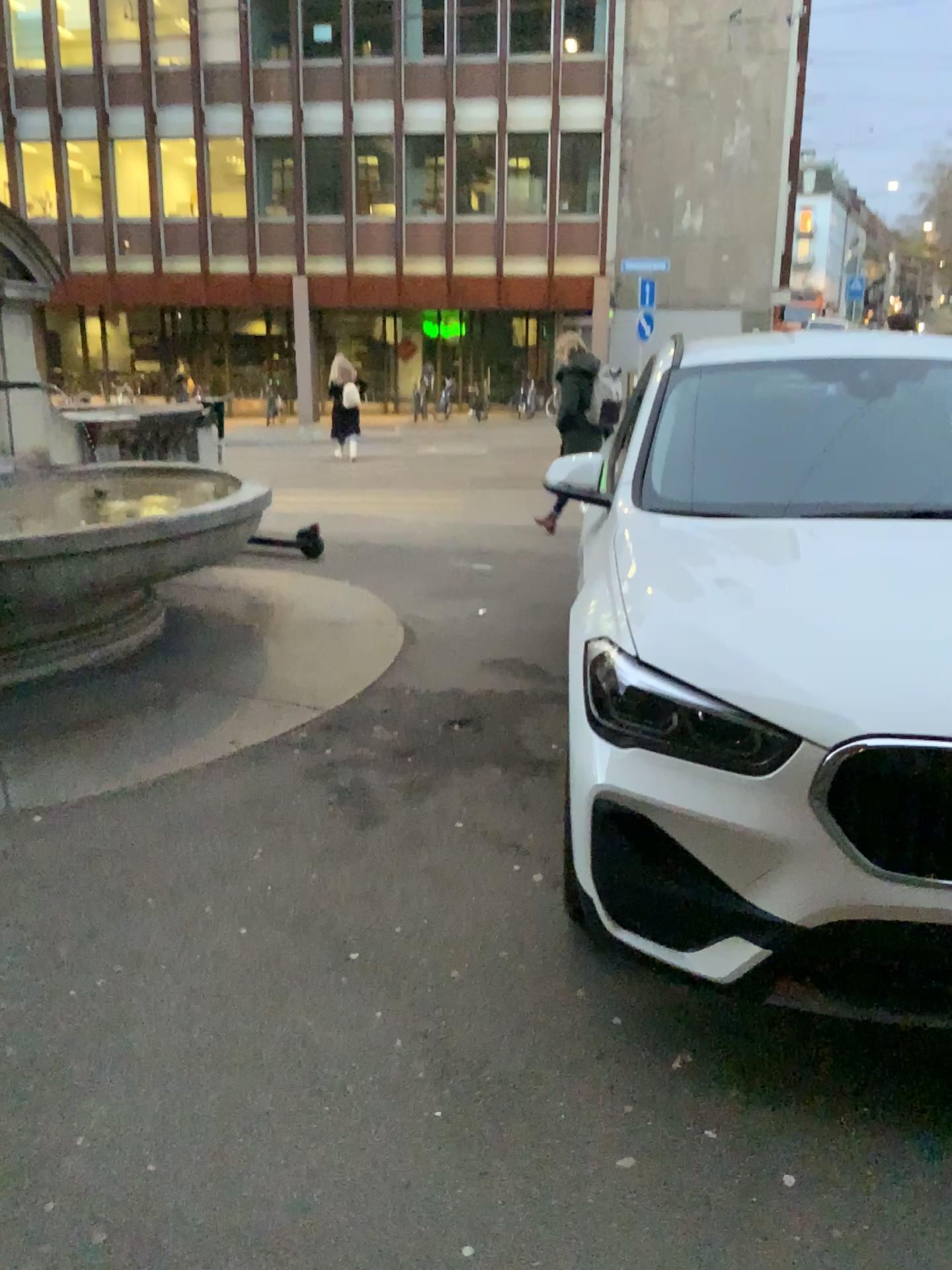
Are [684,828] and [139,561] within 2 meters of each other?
no
